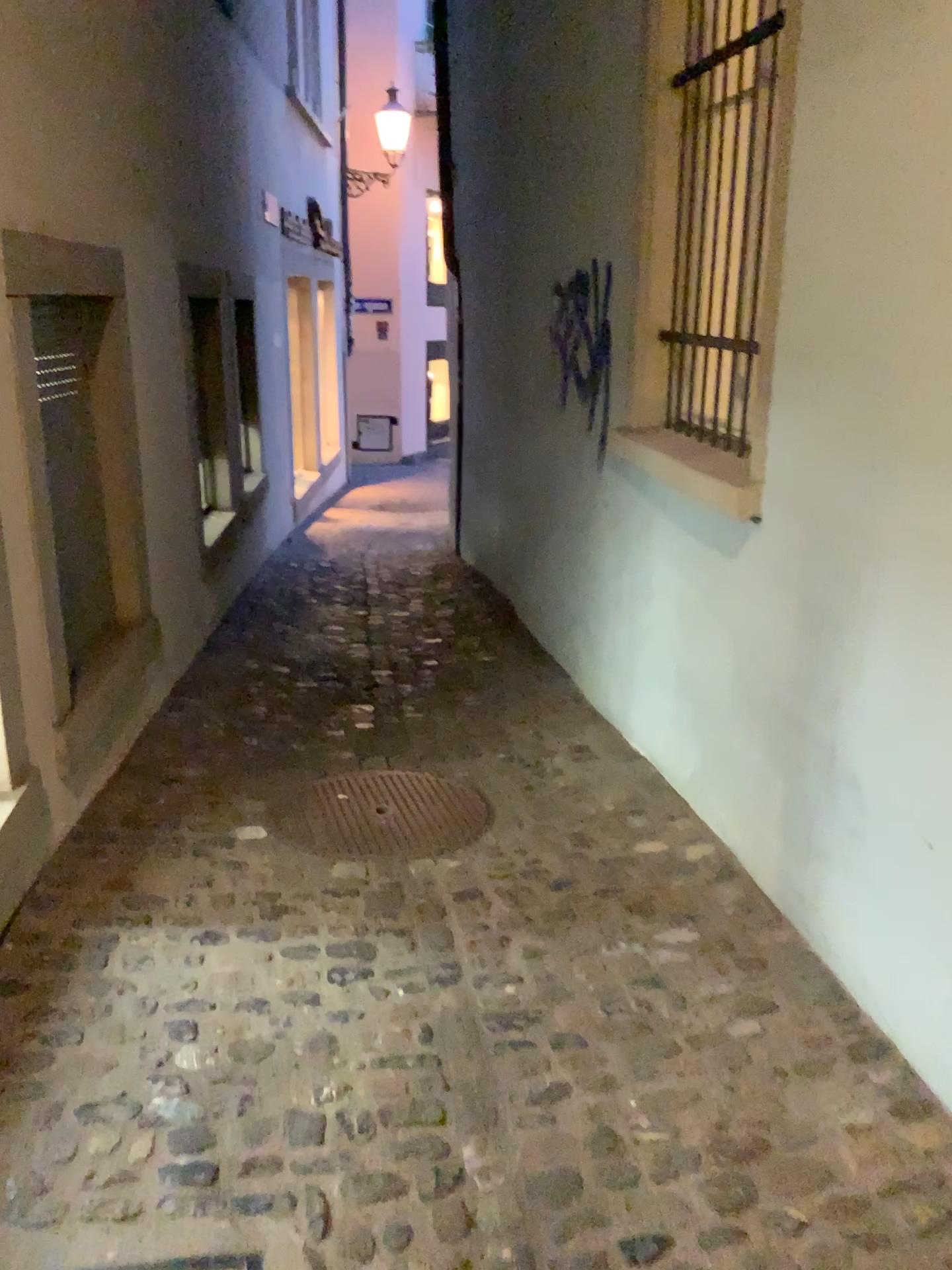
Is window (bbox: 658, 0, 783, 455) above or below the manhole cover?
above

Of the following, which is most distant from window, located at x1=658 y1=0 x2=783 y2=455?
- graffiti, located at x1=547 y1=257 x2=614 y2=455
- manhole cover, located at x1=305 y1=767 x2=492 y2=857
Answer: manhole cover, located at x1=305 y1=767 x2=492 y2=857

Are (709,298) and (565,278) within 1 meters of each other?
no

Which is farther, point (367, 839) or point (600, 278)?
point (600, 278)

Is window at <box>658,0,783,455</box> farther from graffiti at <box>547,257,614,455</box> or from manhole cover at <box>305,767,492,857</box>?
manhole cover at <box>305,767,492,857</box>

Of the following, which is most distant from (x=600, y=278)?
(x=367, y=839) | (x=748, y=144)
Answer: (x=367, y=839)

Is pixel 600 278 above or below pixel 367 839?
above

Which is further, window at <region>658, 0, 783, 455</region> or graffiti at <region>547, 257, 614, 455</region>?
graffiti at <region>547, 257, 614, 455</region>
